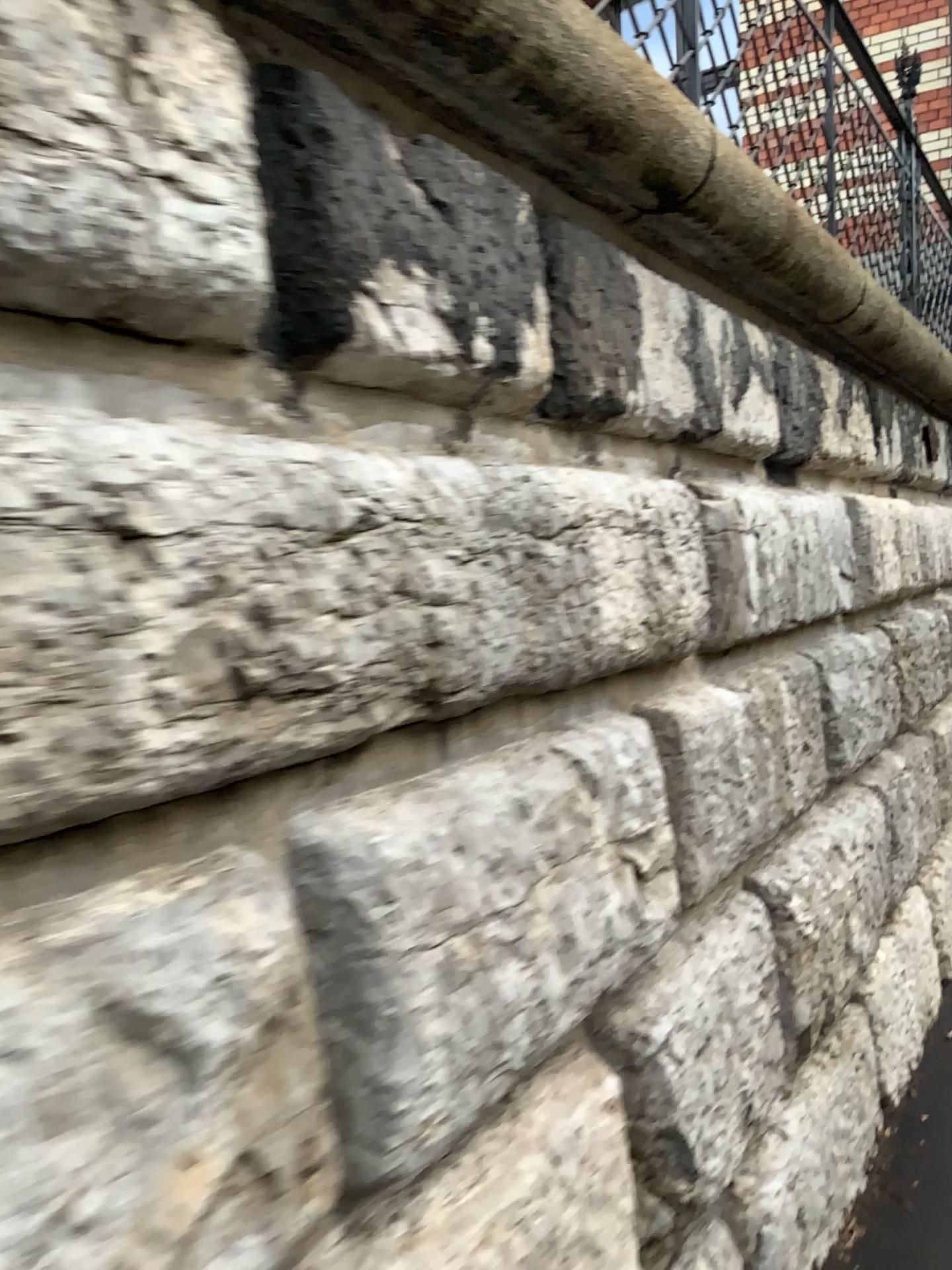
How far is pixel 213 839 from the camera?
1.02m
